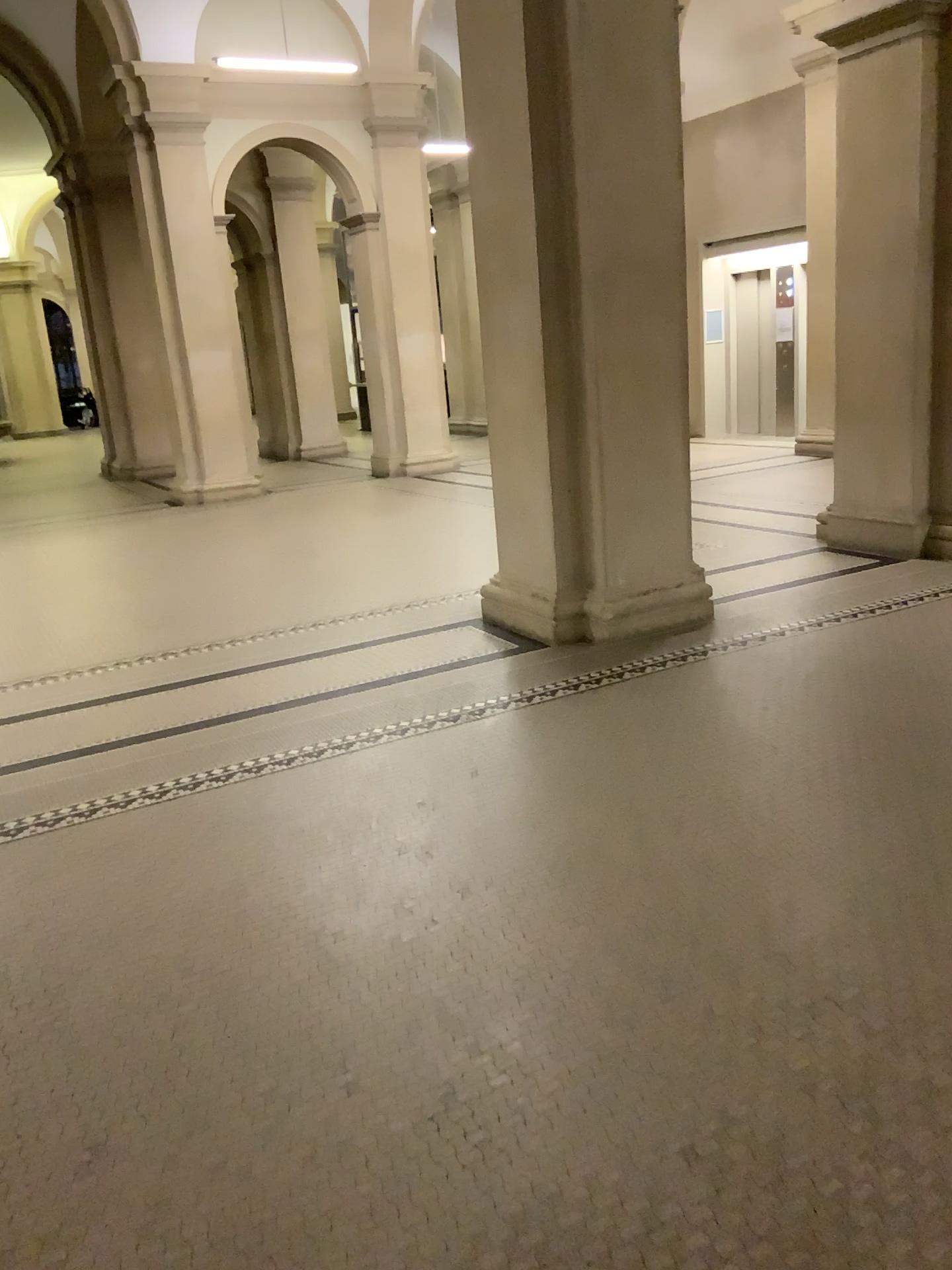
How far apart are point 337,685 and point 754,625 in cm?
211
